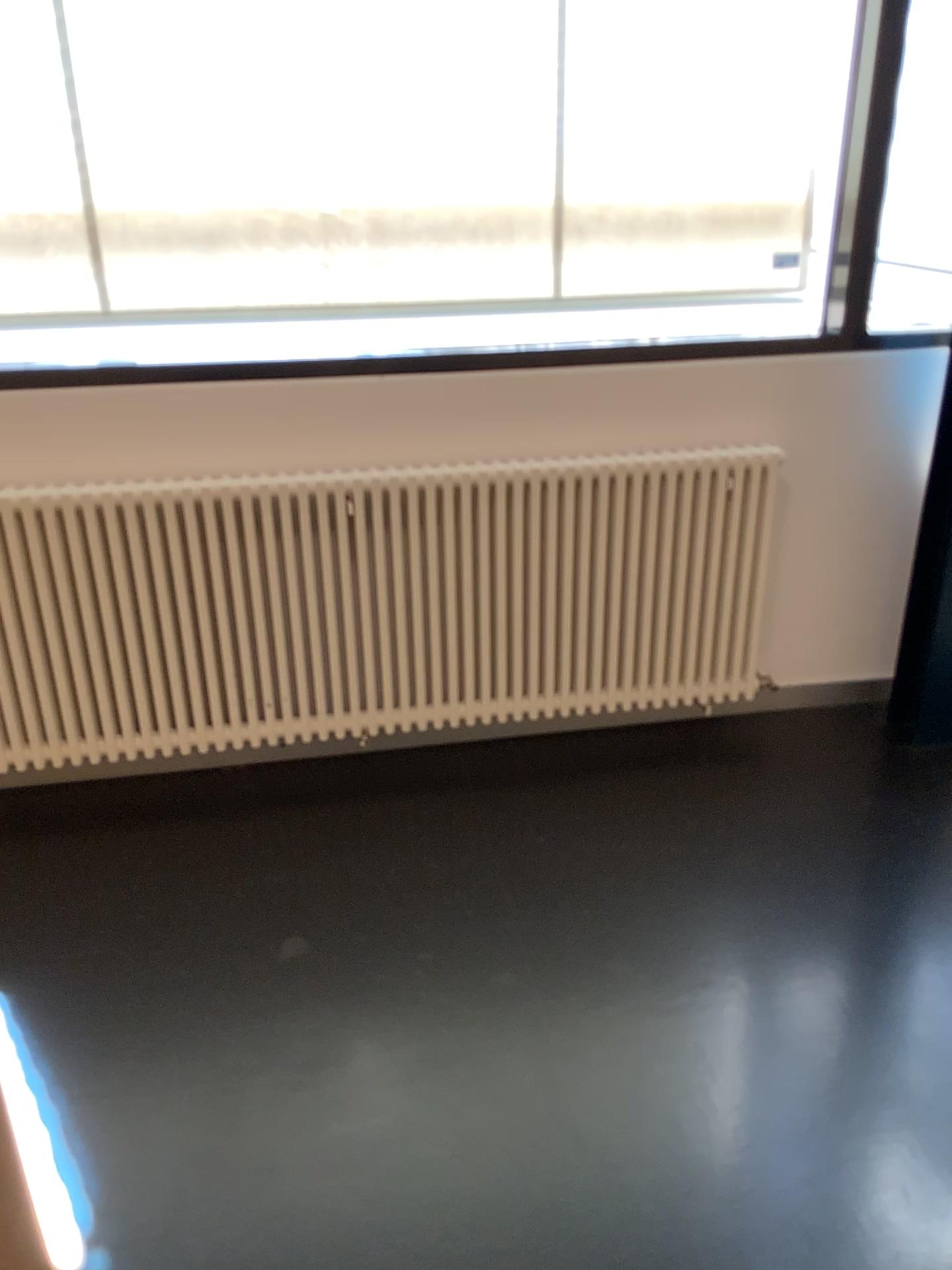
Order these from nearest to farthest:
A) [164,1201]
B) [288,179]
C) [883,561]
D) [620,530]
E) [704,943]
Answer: [164,1201] → [704,943] → [288,179] → [620,530] → [883,561]

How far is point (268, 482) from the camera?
2.60m

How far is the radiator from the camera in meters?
2.6
